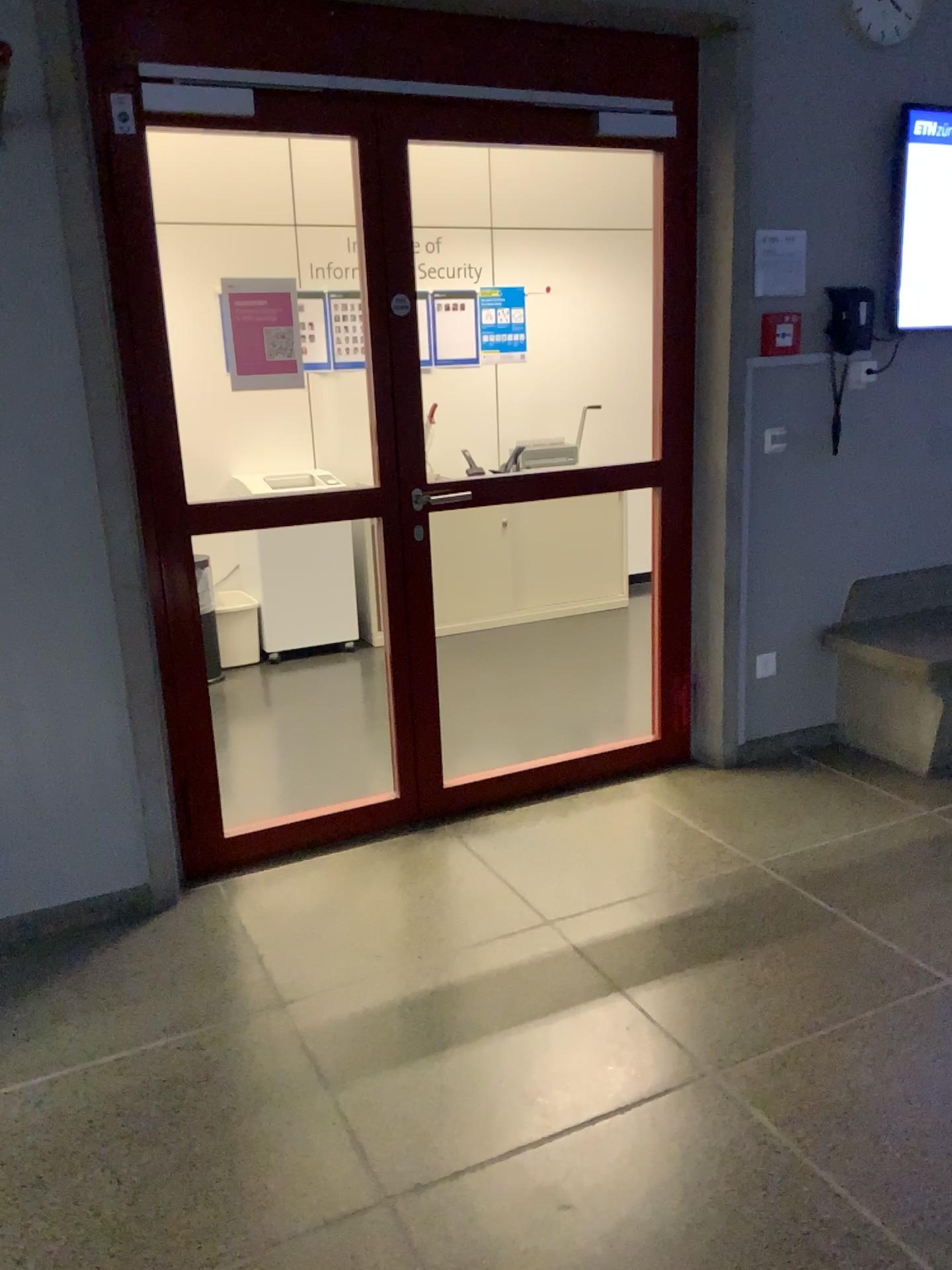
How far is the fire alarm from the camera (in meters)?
3.50

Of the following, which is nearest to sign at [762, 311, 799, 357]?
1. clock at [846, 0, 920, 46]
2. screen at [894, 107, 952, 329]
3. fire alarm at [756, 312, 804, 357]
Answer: fire alarm at [756, 312, 804, 357]

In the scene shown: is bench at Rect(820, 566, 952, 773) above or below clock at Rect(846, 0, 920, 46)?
below

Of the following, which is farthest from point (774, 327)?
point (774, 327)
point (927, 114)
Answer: point (927, 114)

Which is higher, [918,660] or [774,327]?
[774,327]

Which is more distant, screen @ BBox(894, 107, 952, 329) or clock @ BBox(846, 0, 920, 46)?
screen @ BBox(894, 107, 952, 329)

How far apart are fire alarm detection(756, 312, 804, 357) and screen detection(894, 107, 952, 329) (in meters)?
0.45

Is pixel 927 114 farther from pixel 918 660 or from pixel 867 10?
pixel 918 660

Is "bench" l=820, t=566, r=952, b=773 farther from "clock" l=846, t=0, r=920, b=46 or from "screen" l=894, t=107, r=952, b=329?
"clock" l=846, t=0, r=920, b=46

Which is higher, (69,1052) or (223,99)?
(223,99)
